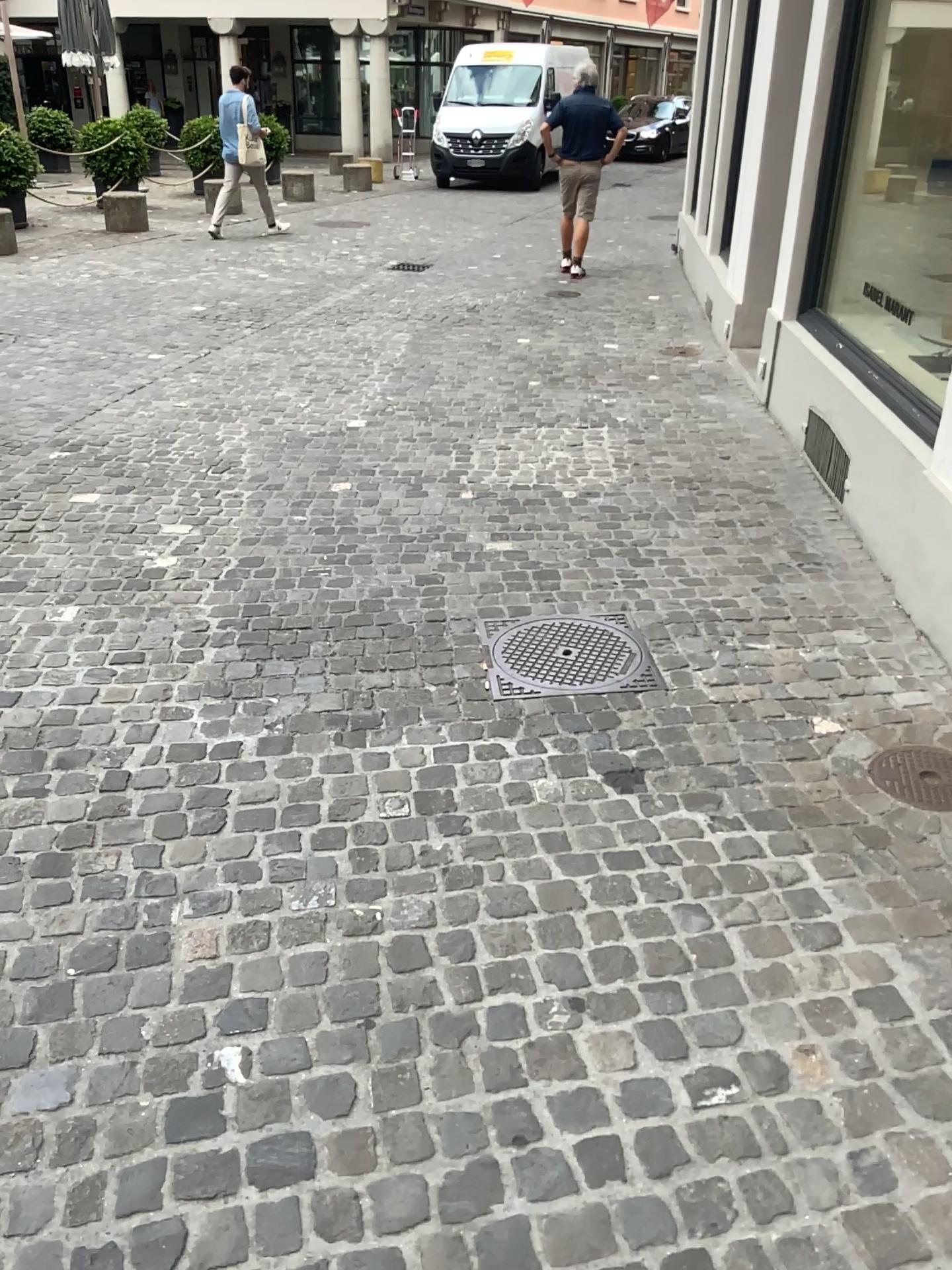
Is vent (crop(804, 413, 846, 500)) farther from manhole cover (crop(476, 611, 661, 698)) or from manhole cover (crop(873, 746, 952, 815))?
manhole cover (crop(873, 746, 952, 815))

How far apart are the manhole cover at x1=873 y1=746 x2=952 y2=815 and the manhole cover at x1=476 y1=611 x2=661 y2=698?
0.68m

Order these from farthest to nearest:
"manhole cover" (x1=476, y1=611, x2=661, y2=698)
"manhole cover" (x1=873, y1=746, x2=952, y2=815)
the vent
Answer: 1. the vent
2. "manhole cover" (x1=476, y1=611, x2=661, y2=698)
3. "manhole cover" (x1=873, y1=746, x2=952, y2=815)

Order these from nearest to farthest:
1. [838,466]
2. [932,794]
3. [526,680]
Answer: [932,794] → [526,680] → [838,466]

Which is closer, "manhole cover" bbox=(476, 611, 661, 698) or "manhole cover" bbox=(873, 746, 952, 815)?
"manhole cover" bbox=(873, 746, 952, 815)

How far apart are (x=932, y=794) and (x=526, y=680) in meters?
1.1 m

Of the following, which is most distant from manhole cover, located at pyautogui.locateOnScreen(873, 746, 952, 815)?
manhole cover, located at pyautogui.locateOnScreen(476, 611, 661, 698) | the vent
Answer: the vent

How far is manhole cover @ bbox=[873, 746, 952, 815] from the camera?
2.61m

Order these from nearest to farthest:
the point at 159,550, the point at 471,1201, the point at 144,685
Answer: the point at 471,1201, the point at 144,685, the point at 159,550

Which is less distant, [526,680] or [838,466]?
[526,680]
